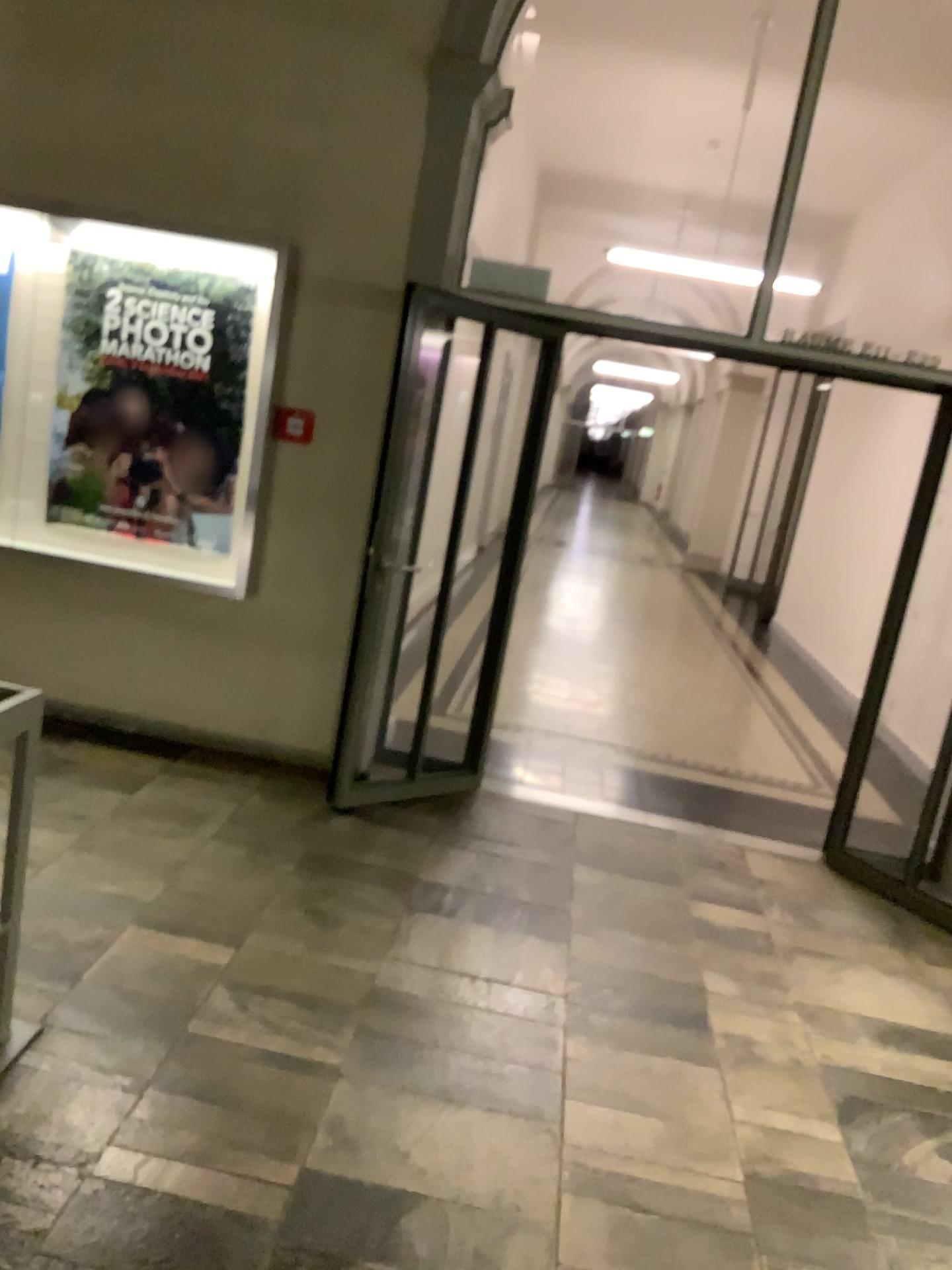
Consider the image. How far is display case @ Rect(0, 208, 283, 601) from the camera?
4.45m

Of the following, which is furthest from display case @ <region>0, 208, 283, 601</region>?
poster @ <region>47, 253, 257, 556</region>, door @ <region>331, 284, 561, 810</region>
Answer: door @ <region>331, 284, 561, 810</region>

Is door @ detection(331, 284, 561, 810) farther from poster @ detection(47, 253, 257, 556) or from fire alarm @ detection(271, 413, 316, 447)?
poster @ detection(47, 253, 257, 556)

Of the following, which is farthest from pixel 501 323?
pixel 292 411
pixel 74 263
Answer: pixel 74 263

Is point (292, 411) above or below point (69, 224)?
below

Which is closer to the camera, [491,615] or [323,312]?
[323,312]

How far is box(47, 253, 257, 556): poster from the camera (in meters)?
4.49

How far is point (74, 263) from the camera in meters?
4.5 m

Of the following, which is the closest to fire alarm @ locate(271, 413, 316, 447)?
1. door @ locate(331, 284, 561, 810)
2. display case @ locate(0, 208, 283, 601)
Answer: display case @ locate(0, 208, 283, 601)

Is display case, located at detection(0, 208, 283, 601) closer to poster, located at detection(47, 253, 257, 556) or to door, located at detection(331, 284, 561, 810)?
poster, located at detection(47, 253, 257, 556)
